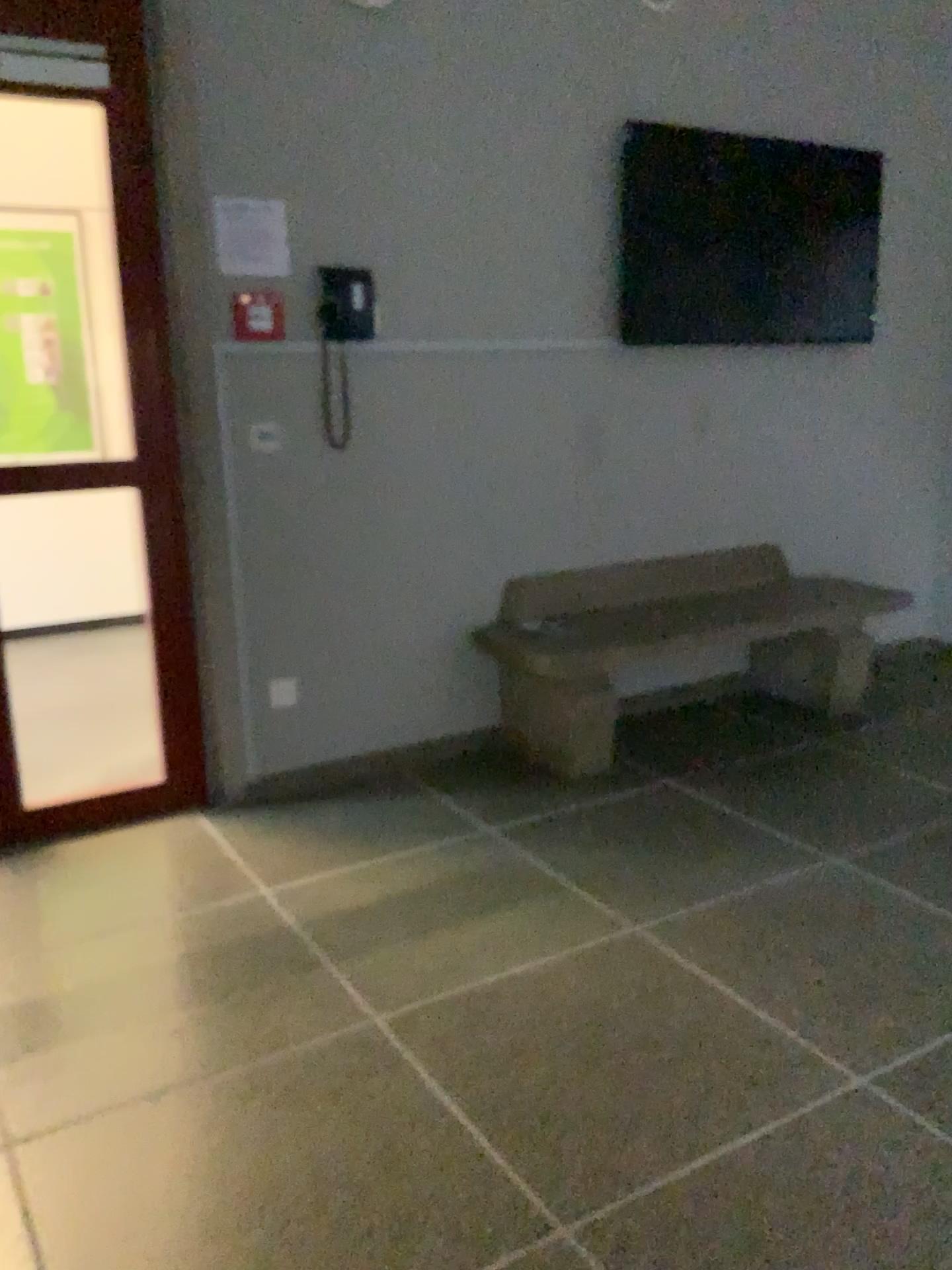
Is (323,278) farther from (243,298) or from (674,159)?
(674,159)

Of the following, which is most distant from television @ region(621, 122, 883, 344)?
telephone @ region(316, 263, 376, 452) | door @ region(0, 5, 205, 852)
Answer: door @ region(0, 5, 205, 852)

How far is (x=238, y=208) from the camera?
3.10m

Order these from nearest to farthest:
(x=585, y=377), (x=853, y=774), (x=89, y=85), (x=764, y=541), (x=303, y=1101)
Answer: (x=303, y=1101) → (x=89, y=85) → (x=853, y=774) → (x=585, y=377) → (x=764, y=541)

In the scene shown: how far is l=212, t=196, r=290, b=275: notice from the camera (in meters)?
3.10

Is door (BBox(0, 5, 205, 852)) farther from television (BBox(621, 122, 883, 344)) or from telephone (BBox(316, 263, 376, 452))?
television (BBox(621, 122, 883, 344))

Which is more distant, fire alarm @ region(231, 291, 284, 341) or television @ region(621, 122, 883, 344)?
television @ region(621, 122, 883, 344)

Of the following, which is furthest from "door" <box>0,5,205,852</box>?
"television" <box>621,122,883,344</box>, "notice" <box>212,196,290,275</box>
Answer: "television" <box>621,122,883,344</box>

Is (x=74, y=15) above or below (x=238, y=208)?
above

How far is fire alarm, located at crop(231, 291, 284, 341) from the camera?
3.2 meters
